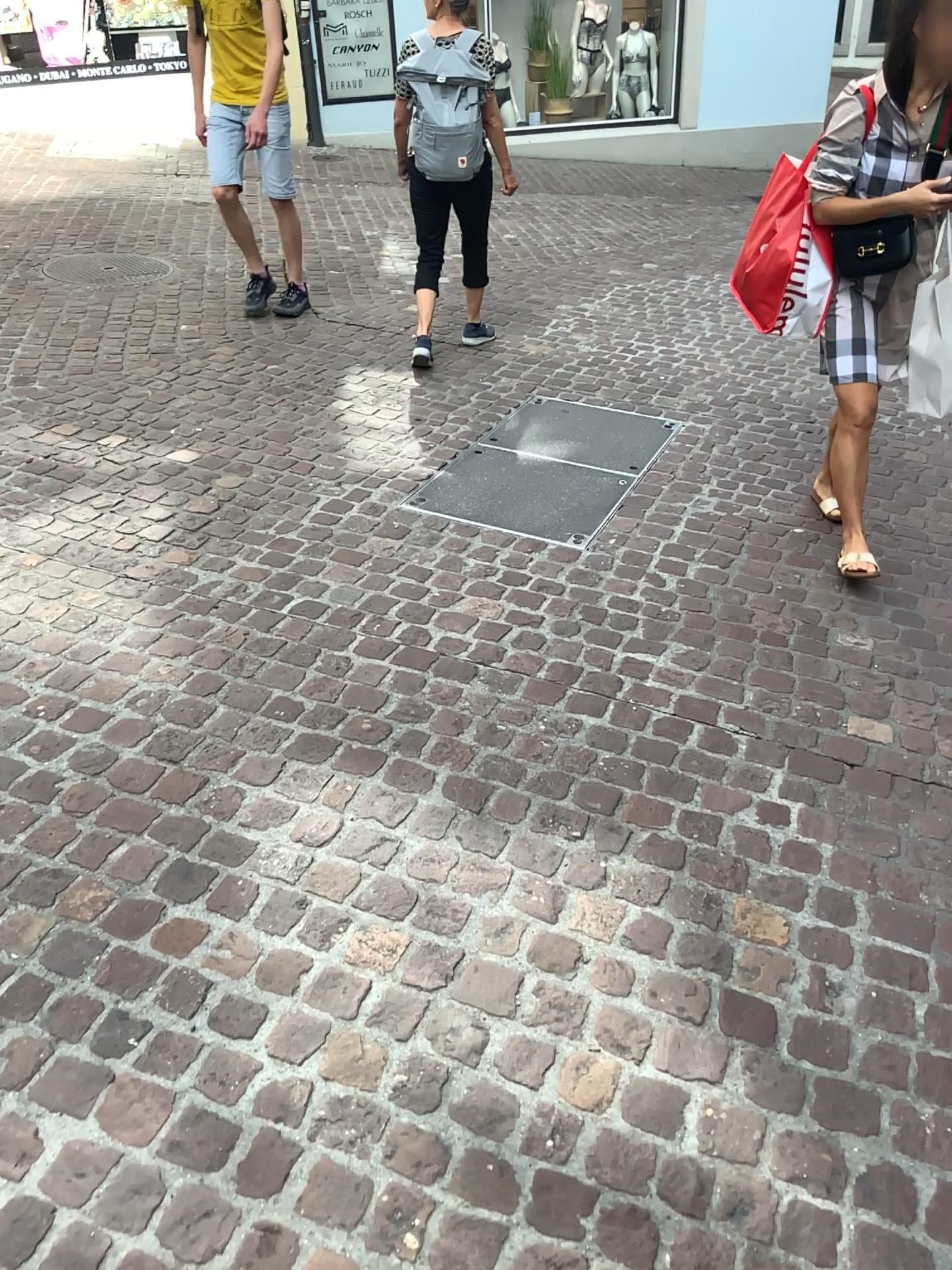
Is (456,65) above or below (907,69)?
above

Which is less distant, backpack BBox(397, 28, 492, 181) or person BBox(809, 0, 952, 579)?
person BBox(809, 0, 952, 579)

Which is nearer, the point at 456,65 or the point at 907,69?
the point at 907,69

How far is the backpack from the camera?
4.2m

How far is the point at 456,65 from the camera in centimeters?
423cm

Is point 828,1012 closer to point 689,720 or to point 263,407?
point 689,720
